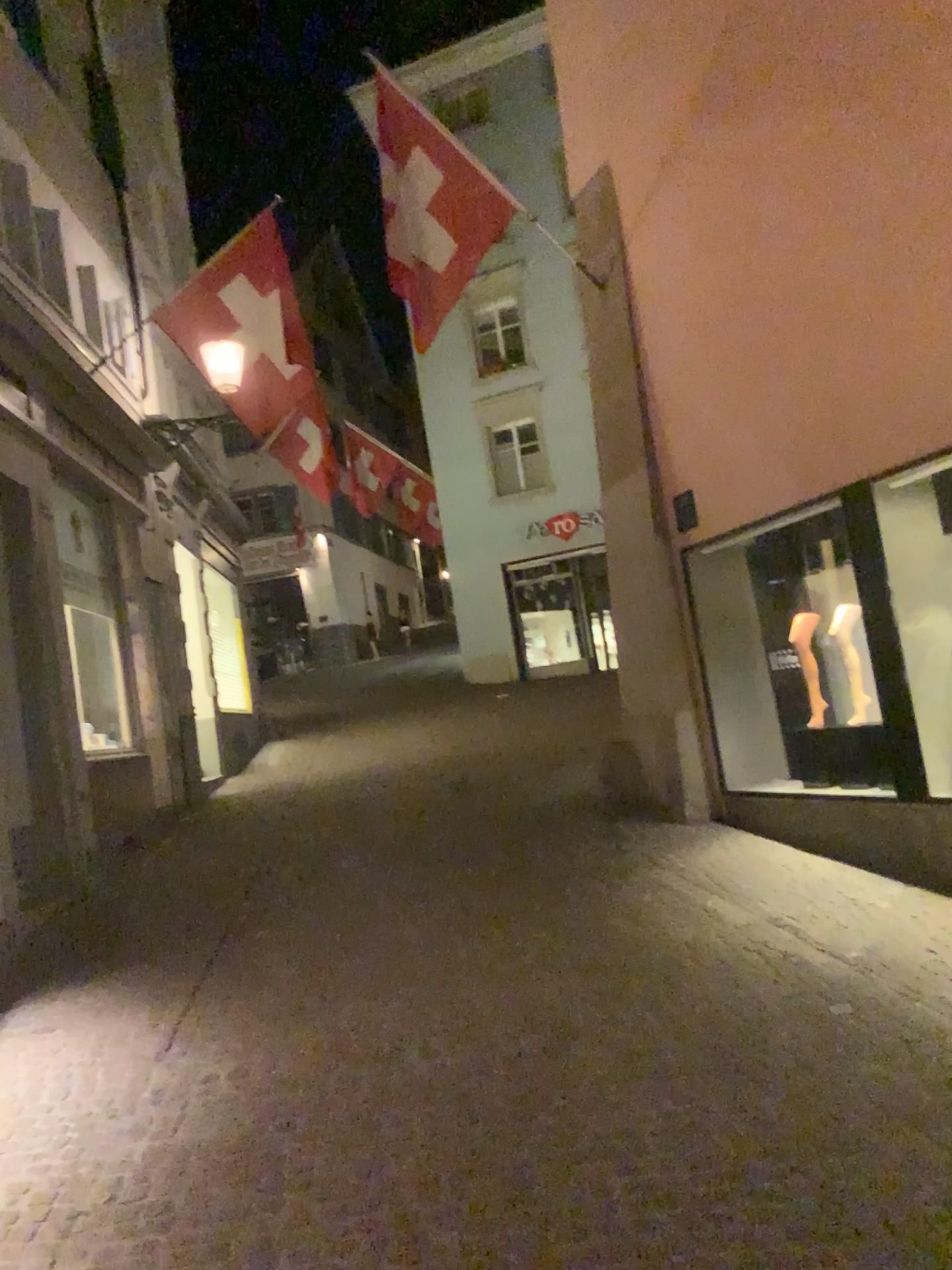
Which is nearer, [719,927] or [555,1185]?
[555,1185]
